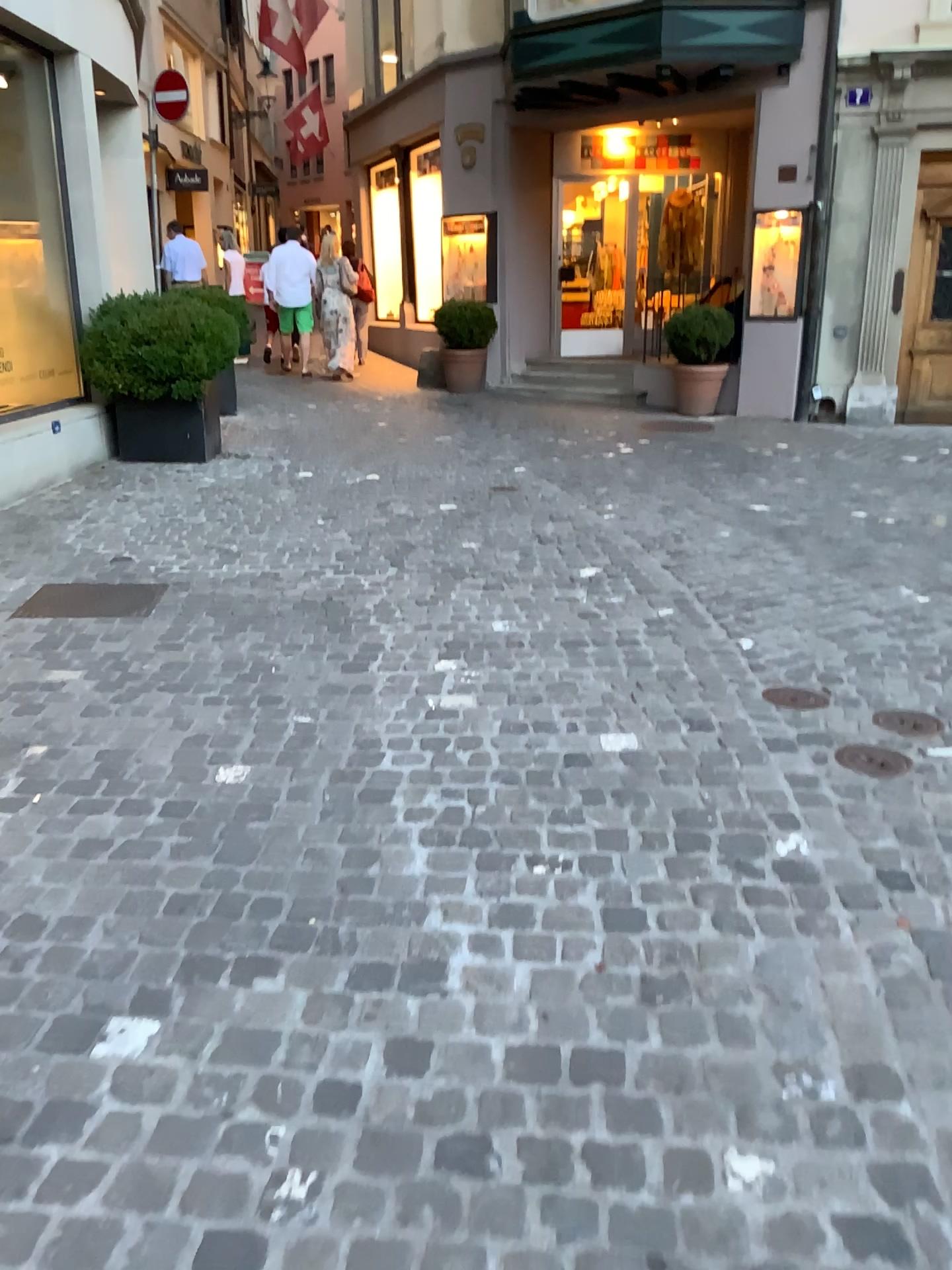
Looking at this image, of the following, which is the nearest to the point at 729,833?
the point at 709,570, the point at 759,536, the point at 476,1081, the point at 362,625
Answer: the point at 476,1081
